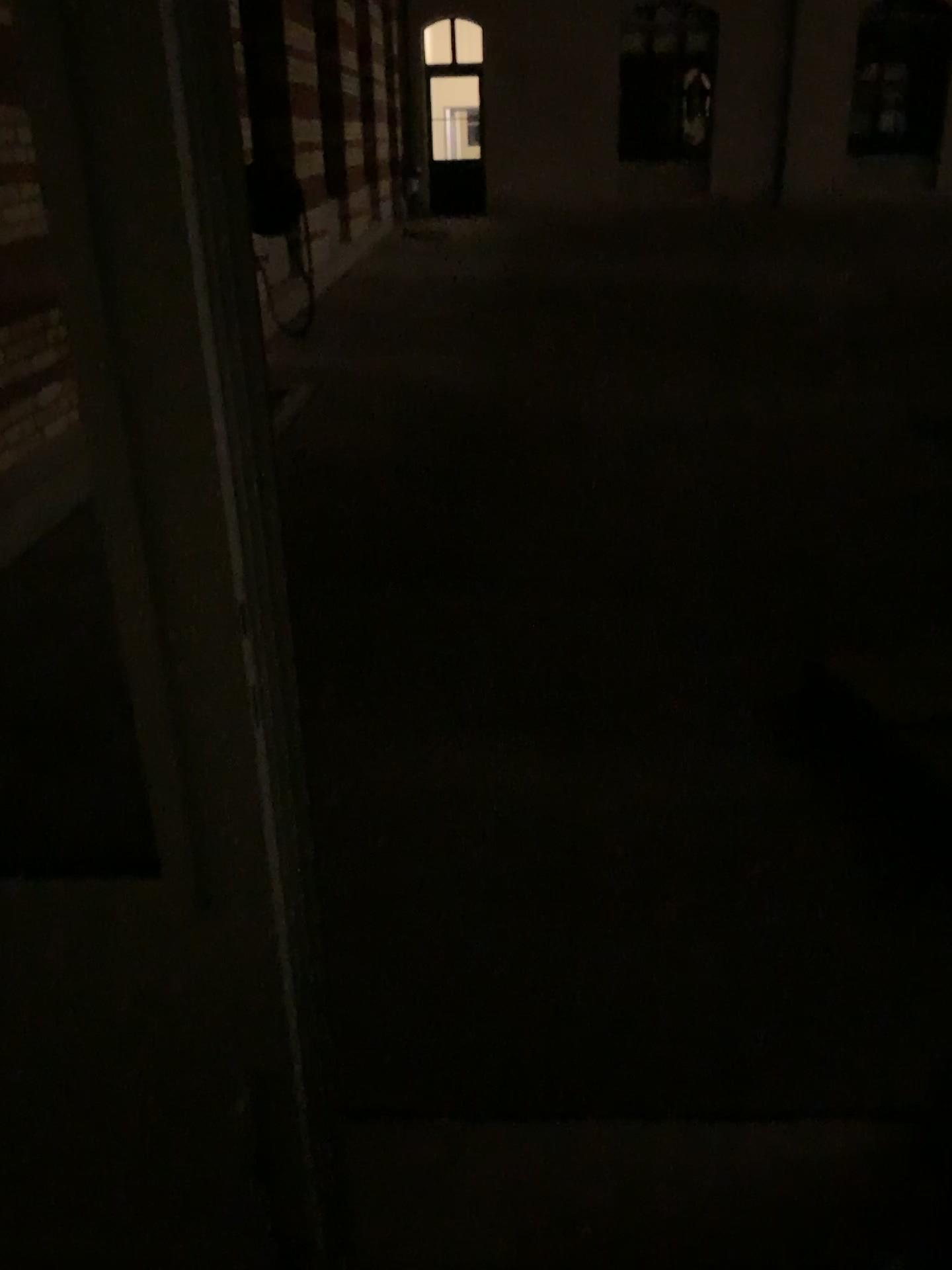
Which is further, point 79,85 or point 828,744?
point 828,744
